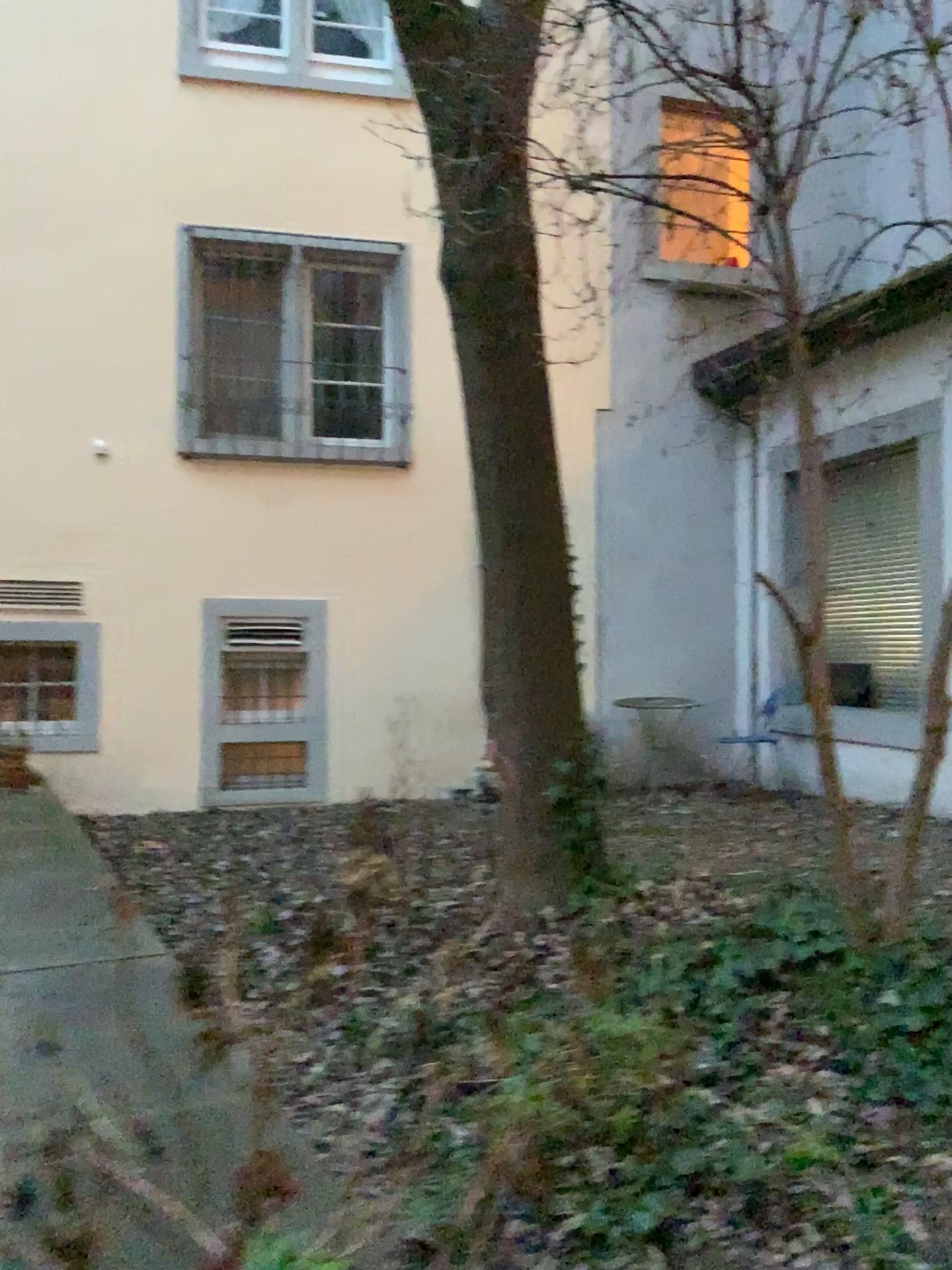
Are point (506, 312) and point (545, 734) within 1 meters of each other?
no
